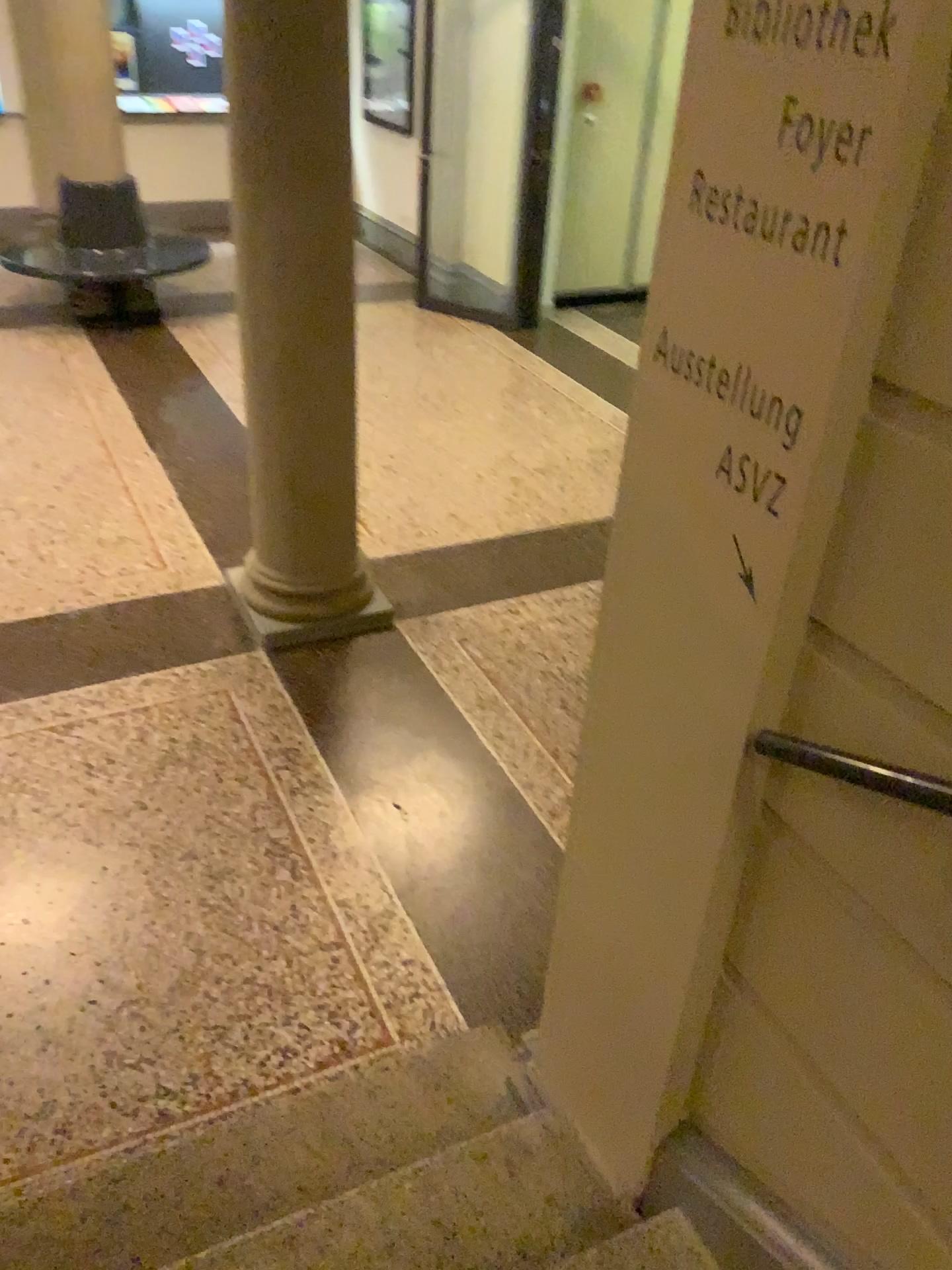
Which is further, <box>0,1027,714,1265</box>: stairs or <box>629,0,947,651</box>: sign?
<box>0,1027,714,1265</box>: stairs

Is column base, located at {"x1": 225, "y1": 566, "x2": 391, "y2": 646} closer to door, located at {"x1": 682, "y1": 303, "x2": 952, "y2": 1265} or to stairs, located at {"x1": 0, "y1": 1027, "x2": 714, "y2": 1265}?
stairs, located at {"x1": 0, "y1": 1027, "x2": 714, "y2": 1265}

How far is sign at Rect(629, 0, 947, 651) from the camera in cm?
102

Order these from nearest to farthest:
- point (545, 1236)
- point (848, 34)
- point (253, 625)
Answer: point (848, 34) → point (545, 1236) → point (253, 625)

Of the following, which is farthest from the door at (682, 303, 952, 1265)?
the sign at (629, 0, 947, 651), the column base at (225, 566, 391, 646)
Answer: the column base at (225, 566, 391, 646)

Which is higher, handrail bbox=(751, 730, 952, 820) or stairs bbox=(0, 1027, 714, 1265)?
handrail bbox=(751, 730, 952, 820)

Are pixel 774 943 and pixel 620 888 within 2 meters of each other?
yes

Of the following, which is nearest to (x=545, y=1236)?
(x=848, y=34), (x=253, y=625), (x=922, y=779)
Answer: (x=922, y=779)

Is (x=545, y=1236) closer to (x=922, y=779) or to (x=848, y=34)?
Answer: (x=922, y=779)

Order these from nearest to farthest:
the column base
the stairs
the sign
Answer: the sign < the stairs < the column base
